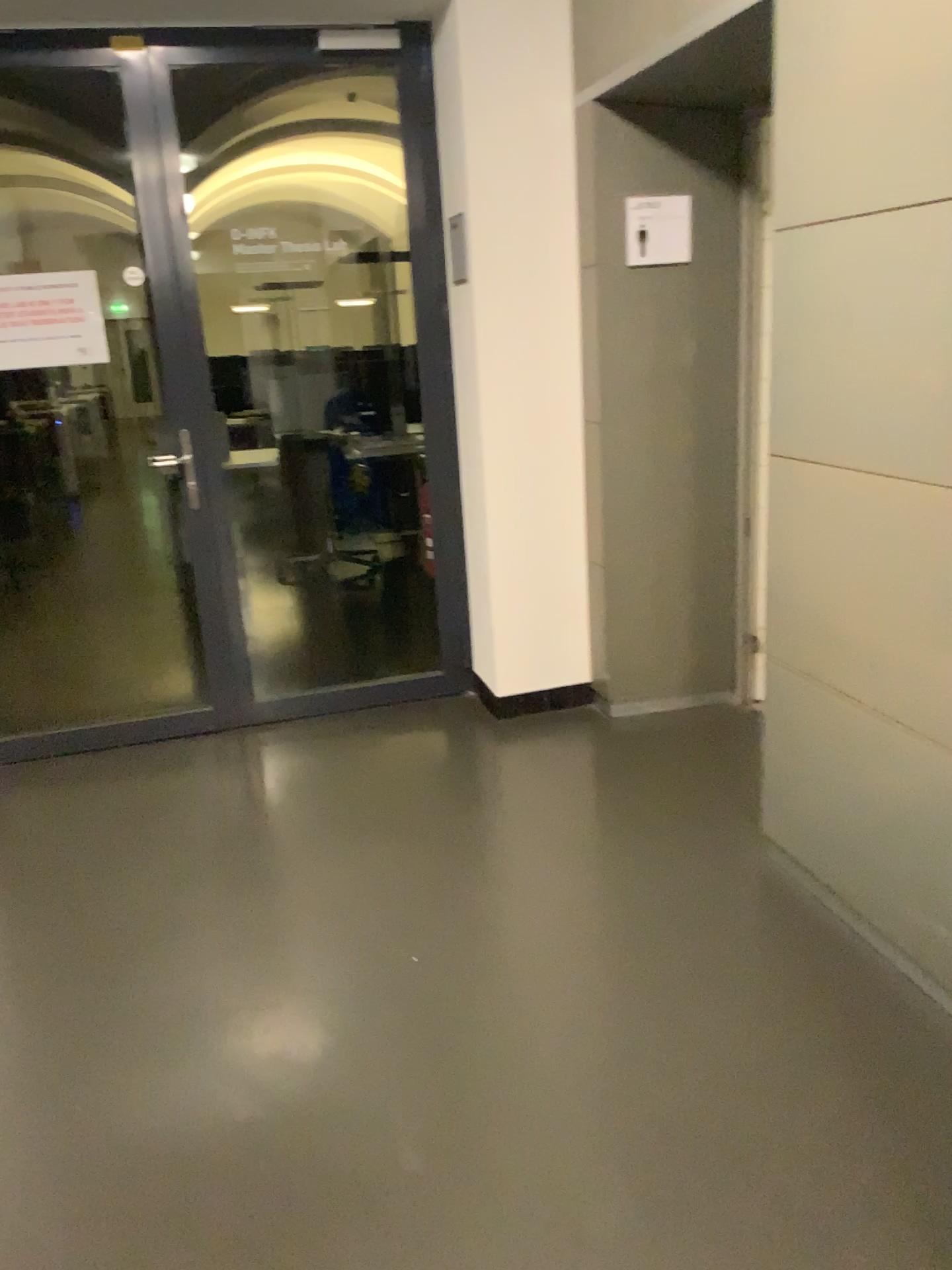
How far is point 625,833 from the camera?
3.00m

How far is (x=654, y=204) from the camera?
3.4m

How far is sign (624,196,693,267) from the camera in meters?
3.4
